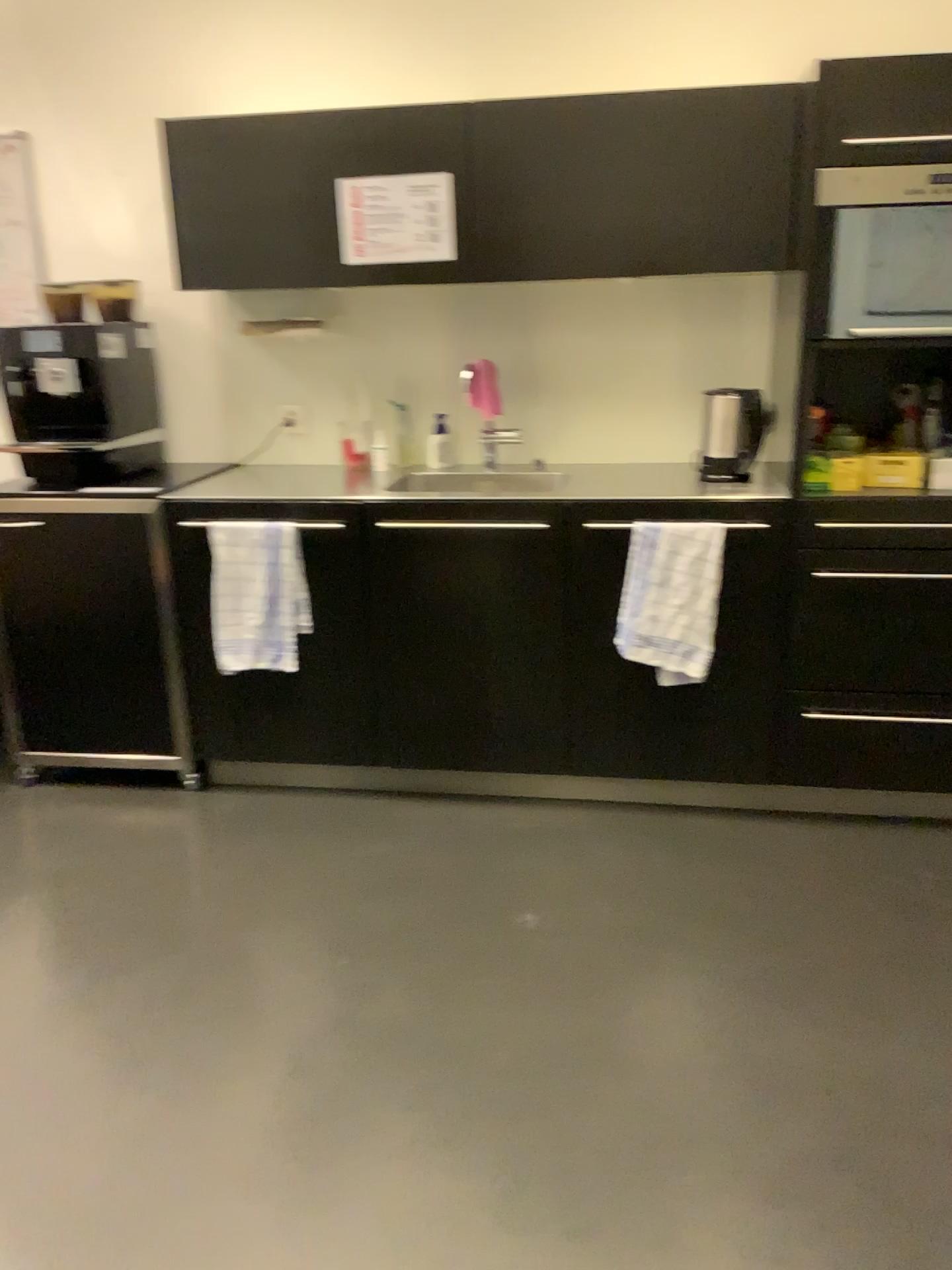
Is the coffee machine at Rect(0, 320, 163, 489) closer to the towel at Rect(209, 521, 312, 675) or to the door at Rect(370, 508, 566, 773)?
the towel at Rect(209, 521, 312, 675)

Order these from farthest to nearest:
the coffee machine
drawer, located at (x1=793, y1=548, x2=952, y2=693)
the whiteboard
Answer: the whiteboard < the coffee machine < drawer, located at (x1=793, y1=548, x2=952, y2=693)

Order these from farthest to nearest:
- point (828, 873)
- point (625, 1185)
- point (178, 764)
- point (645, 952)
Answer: point (178, 764) → point (828, 873) → point (645, 952) → point (625, 1185)

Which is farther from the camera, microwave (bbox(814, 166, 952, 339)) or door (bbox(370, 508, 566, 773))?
door (bbox(370, 508, 566, 773))

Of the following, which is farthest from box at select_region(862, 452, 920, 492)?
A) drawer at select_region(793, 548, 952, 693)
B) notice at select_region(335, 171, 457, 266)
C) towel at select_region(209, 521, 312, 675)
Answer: towel at select_region(209, 521, 312, 675)

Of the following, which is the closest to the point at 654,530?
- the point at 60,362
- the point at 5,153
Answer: the point at 60,362

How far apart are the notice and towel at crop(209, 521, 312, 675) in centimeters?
Result: 75cm

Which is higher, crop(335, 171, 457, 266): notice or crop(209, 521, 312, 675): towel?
crop(335, 171, 457, 266): notice

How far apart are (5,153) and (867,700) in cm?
303

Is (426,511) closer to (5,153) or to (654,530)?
(654,530)
